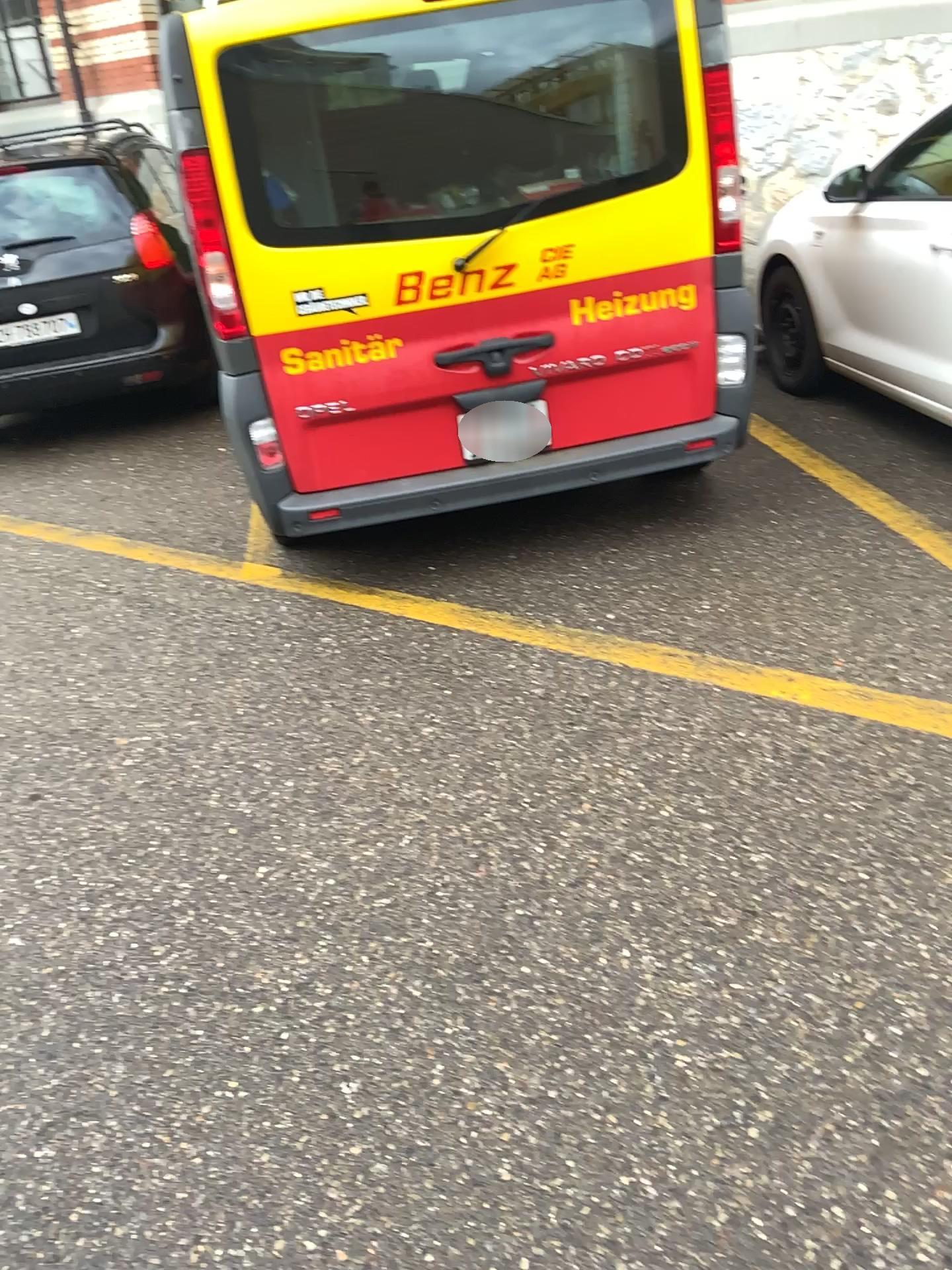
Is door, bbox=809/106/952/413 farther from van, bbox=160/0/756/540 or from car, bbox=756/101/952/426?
van, bbox=160/0/756/540

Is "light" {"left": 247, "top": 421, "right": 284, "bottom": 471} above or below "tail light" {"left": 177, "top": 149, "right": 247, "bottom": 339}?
below

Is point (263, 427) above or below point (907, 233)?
below

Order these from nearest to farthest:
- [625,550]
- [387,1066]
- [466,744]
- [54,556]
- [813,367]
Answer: [387,1066], [466,744], [625,550], [54,556], [813,367]

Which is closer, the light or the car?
the light

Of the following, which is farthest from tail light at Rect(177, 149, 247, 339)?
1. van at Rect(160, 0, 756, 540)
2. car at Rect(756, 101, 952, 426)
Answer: car at Rect(756, 101, 952, 426)

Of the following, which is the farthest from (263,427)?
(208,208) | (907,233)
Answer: (907,233)

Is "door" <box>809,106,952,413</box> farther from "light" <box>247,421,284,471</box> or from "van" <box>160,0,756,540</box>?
"light" <box>247,421,284,471</box>

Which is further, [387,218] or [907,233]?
[907,233]
